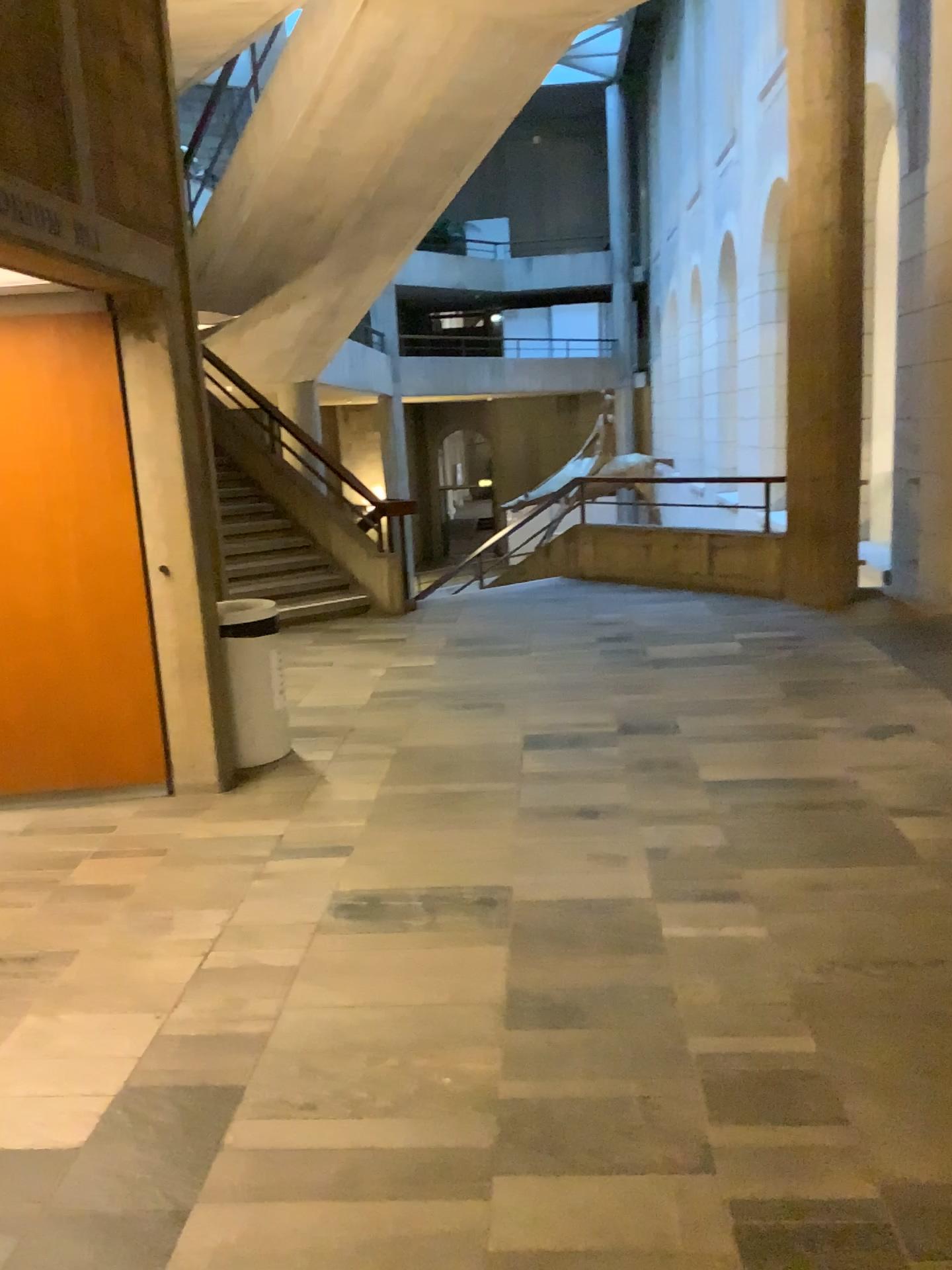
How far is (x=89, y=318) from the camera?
4.2 meters

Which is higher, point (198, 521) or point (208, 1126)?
point (198, 521)

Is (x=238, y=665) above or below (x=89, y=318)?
below

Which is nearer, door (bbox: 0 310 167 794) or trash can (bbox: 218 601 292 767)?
door (bbox: 0 310 167 794)

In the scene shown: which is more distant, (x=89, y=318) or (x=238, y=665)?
(x=238, y=665)

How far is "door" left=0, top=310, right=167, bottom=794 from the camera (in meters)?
4.23
